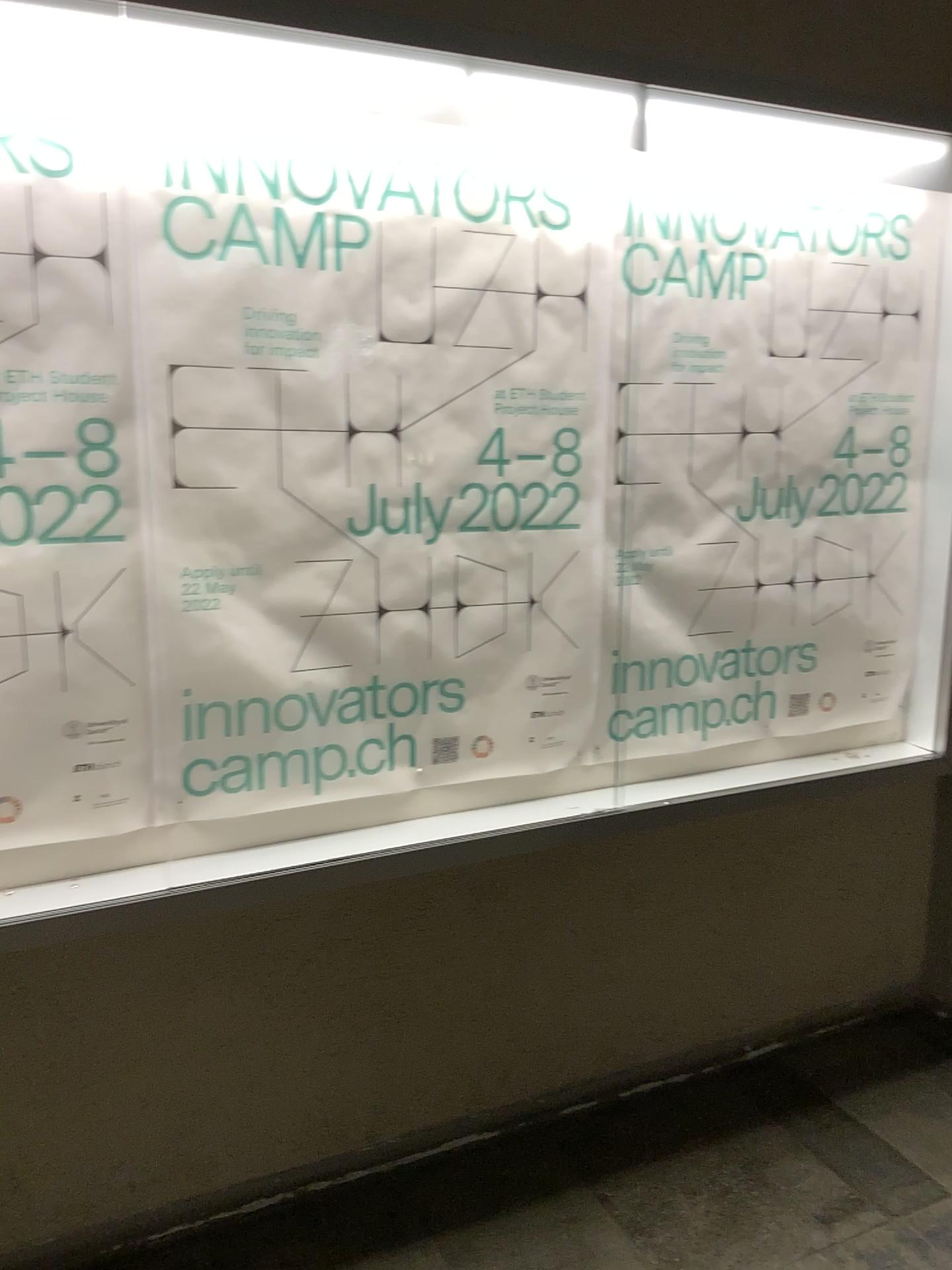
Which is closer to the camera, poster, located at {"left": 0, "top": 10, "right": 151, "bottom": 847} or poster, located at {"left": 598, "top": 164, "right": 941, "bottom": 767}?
poster, located at {"left": 0, "top": 10, "right": 151, "bottom": 847}

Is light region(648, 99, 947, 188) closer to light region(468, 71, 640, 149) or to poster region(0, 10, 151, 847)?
light region(468, 71, 640, 149)

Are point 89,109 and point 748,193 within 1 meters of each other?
no

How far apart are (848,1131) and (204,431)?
2.0m

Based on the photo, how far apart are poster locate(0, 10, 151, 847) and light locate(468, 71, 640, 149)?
0.60m

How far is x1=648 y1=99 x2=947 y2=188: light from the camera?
2.0 meters

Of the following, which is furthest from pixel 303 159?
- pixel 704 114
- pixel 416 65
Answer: pixel 704 114

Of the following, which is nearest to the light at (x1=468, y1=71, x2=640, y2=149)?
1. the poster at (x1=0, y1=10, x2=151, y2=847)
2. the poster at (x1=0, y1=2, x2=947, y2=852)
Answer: the poster at (x1=0, y1=2, x2=947, y2=852)

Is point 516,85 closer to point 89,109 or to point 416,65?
point 416,65

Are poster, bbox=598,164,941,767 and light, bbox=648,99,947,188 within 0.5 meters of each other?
yes
